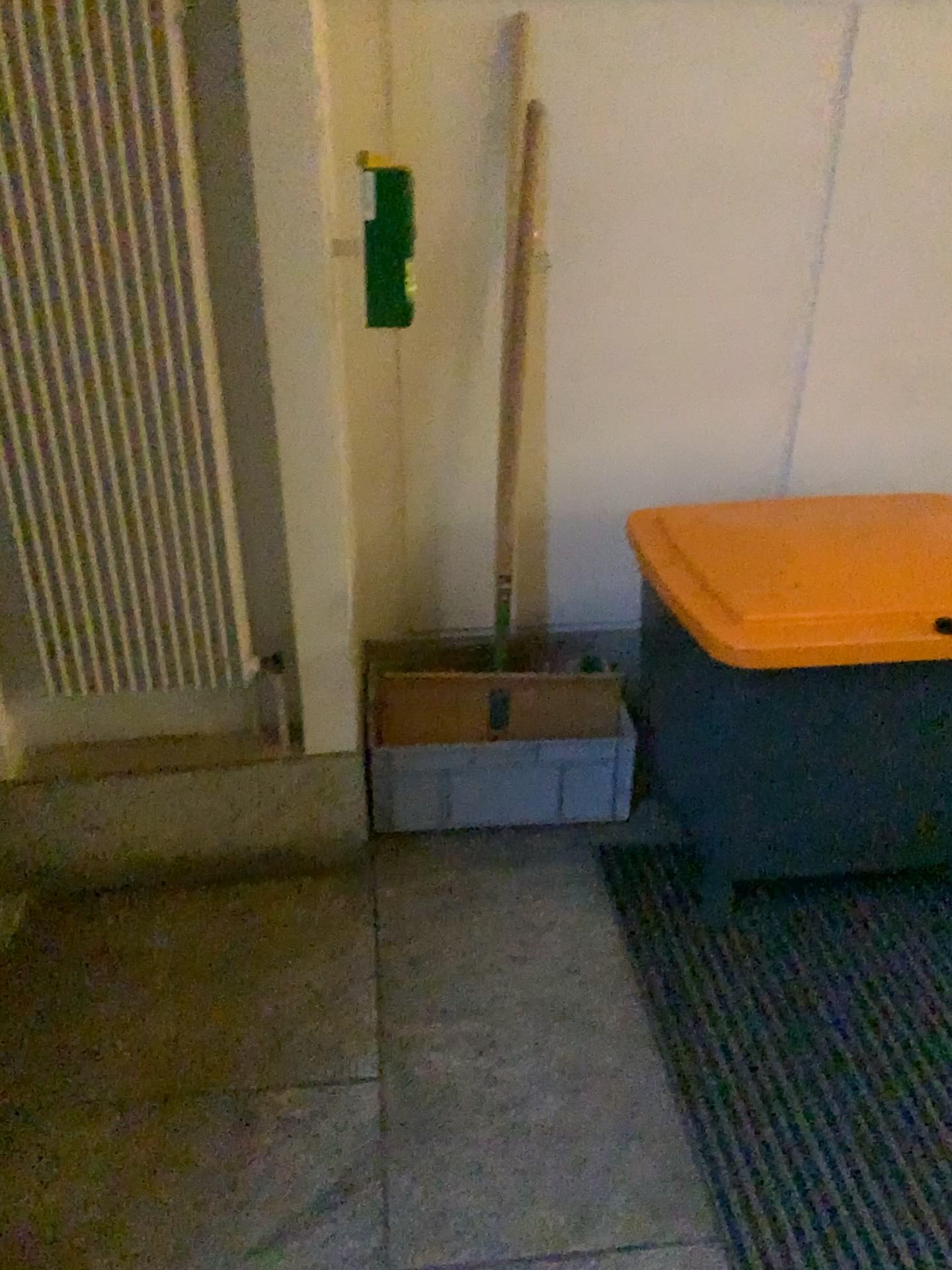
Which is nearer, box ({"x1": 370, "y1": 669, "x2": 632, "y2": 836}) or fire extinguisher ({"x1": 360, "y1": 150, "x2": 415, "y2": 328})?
fire extinguisher ({"x1": 360, "y1": 150, "x2": 415, "y2": 328})

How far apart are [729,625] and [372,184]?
1.0m

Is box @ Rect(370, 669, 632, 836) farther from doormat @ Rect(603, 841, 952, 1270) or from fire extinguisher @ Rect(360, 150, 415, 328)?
fire extinguisher @ Rect(360, 150, 415, 328)

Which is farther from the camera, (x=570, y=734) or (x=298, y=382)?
(x=570, y=734)

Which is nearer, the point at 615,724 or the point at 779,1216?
the point at 779,1216

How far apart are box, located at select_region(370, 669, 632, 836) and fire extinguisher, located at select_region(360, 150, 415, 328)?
0.8 meters

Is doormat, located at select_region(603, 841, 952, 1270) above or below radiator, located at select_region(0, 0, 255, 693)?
below

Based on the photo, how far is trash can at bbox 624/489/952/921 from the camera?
1.8m

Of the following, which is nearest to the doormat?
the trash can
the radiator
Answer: the trash can

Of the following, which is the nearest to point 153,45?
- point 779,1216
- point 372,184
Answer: point 372,184
